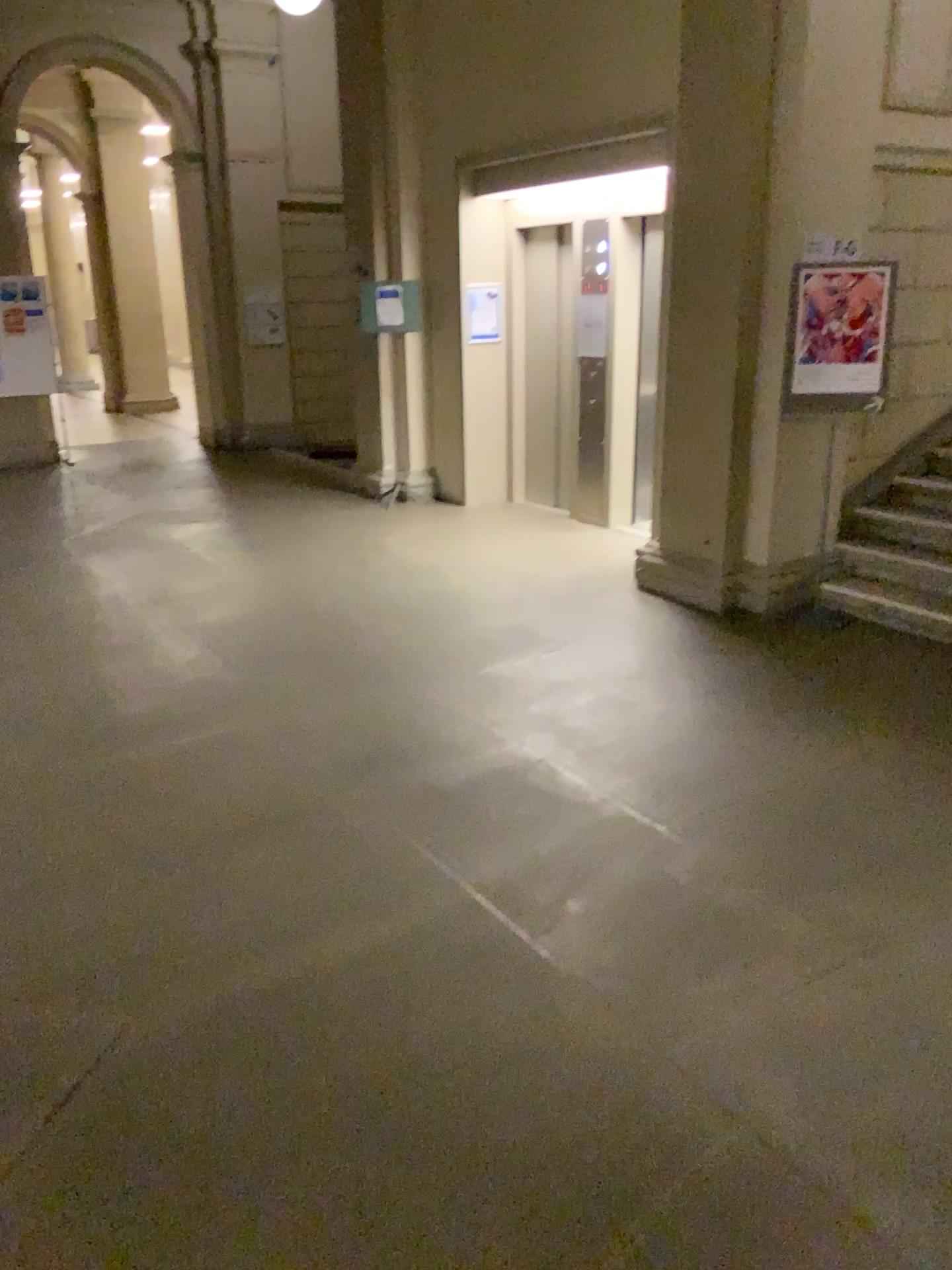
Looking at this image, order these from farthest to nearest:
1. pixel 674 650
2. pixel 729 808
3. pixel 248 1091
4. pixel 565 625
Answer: pixel 565 625 → pixel 674 650 → pixel 729 808 → pixel 248 1091
